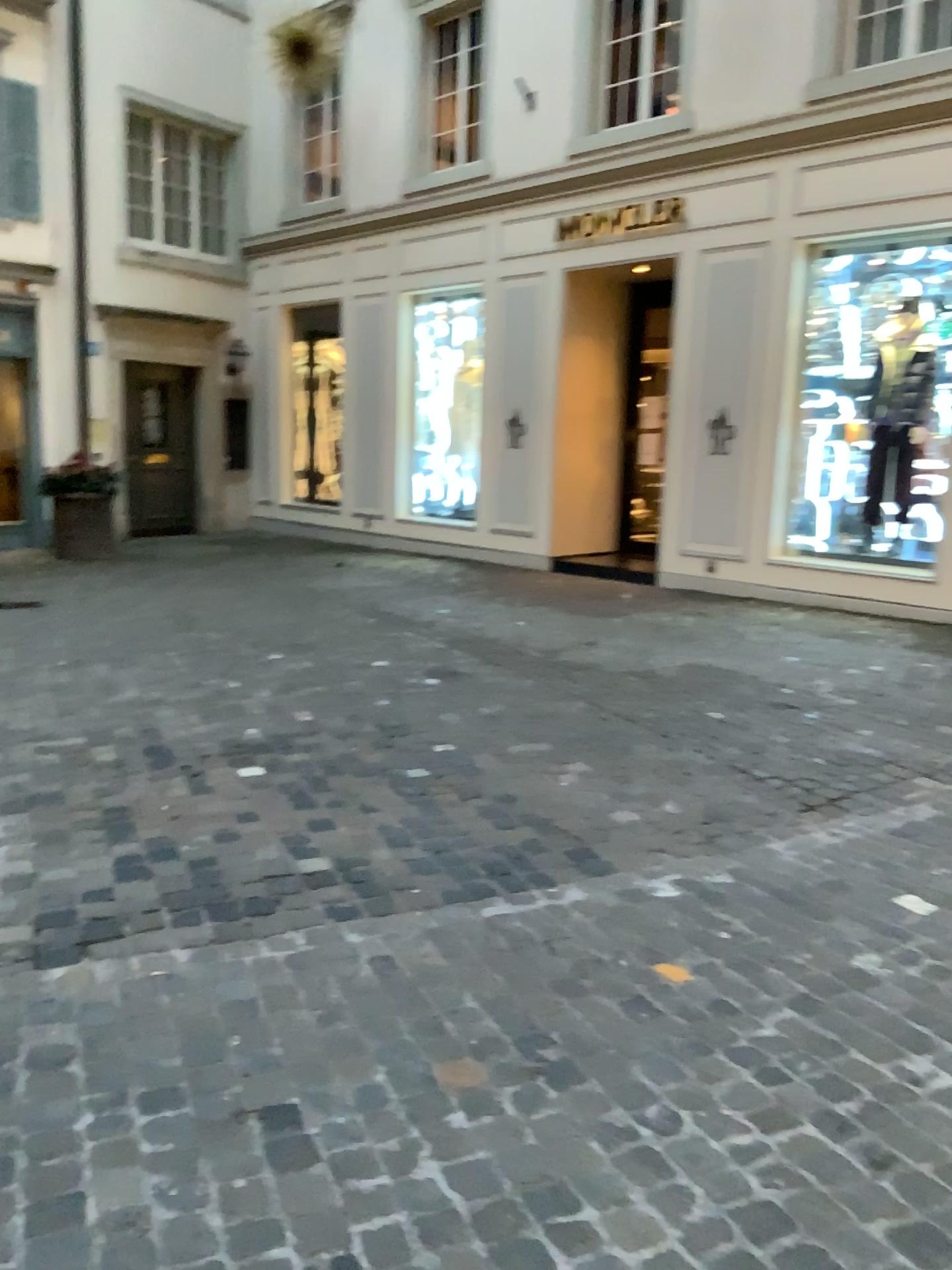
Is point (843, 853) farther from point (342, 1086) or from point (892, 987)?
point (342, 1086)
